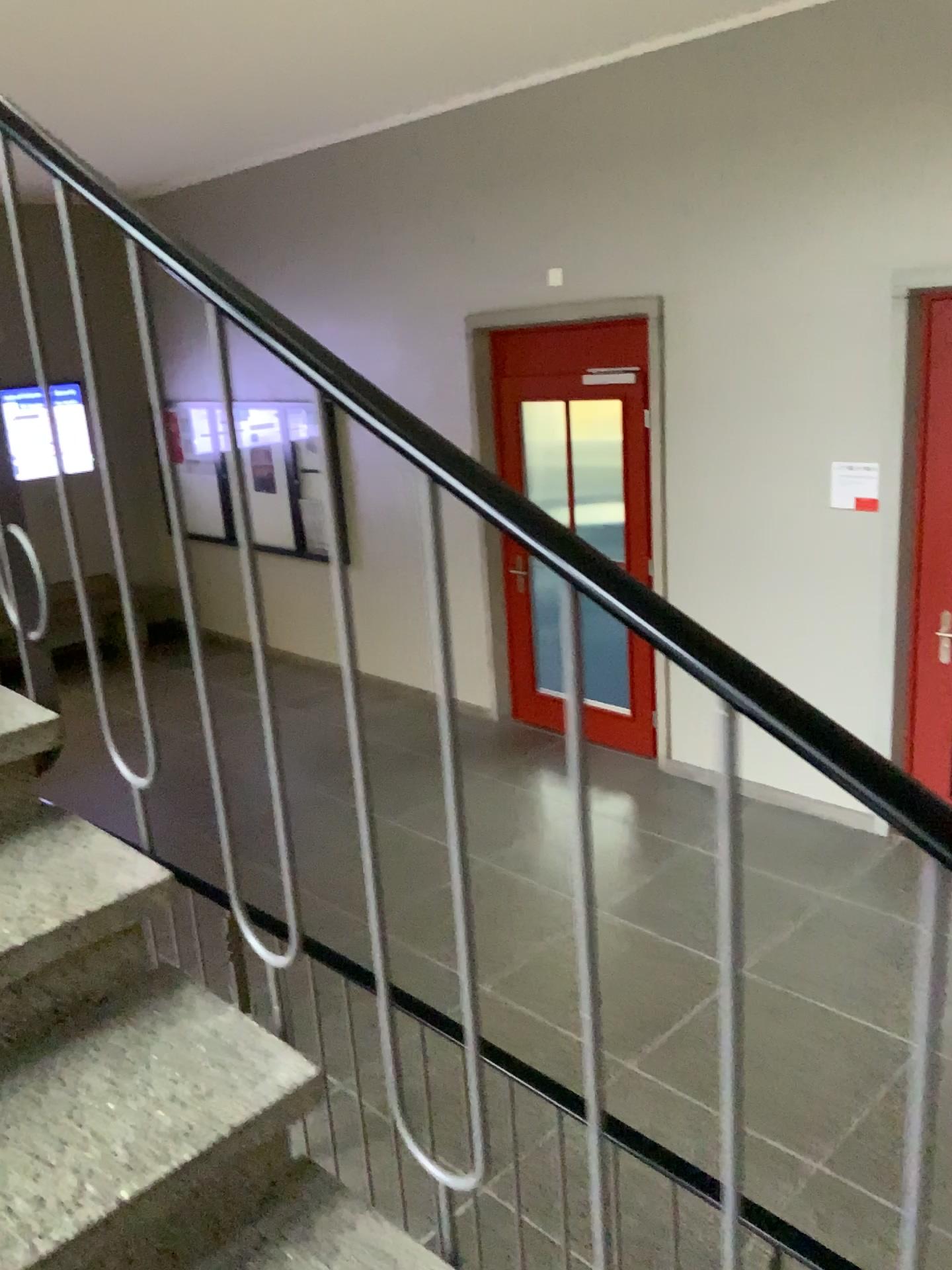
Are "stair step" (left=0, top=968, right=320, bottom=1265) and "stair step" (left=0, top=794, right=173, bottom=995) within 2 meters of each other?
yes

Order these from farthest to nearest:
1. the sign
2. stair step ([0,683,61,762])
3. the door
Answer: the sign, the door, stair step ([0,683,61,762])

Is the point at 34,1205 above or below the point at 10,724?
below

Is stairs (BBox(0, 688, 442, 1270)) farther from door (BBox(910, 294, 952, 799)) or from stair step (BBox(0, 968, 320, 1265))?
door (BBox(910, 294, 952, 799))

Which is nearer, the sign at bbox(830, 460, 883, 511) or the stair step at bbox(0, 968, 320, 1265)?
the stair step at bbox(0, 968, 320, 1265)

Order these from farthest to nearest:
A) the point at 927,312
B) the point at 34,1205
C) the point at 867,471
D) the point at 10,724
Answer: the point at 867,471
the point at 927,312
the point at 10,724
the point at 34,1205

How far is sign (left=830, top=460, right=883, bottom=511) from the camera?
4.5m

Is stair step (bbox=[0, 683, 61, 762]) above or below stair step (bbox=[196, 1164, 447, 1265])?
above

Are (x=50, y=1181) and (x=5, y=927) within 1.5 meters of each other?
yes

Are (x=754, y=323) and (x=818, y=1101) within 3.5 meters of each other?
yes
